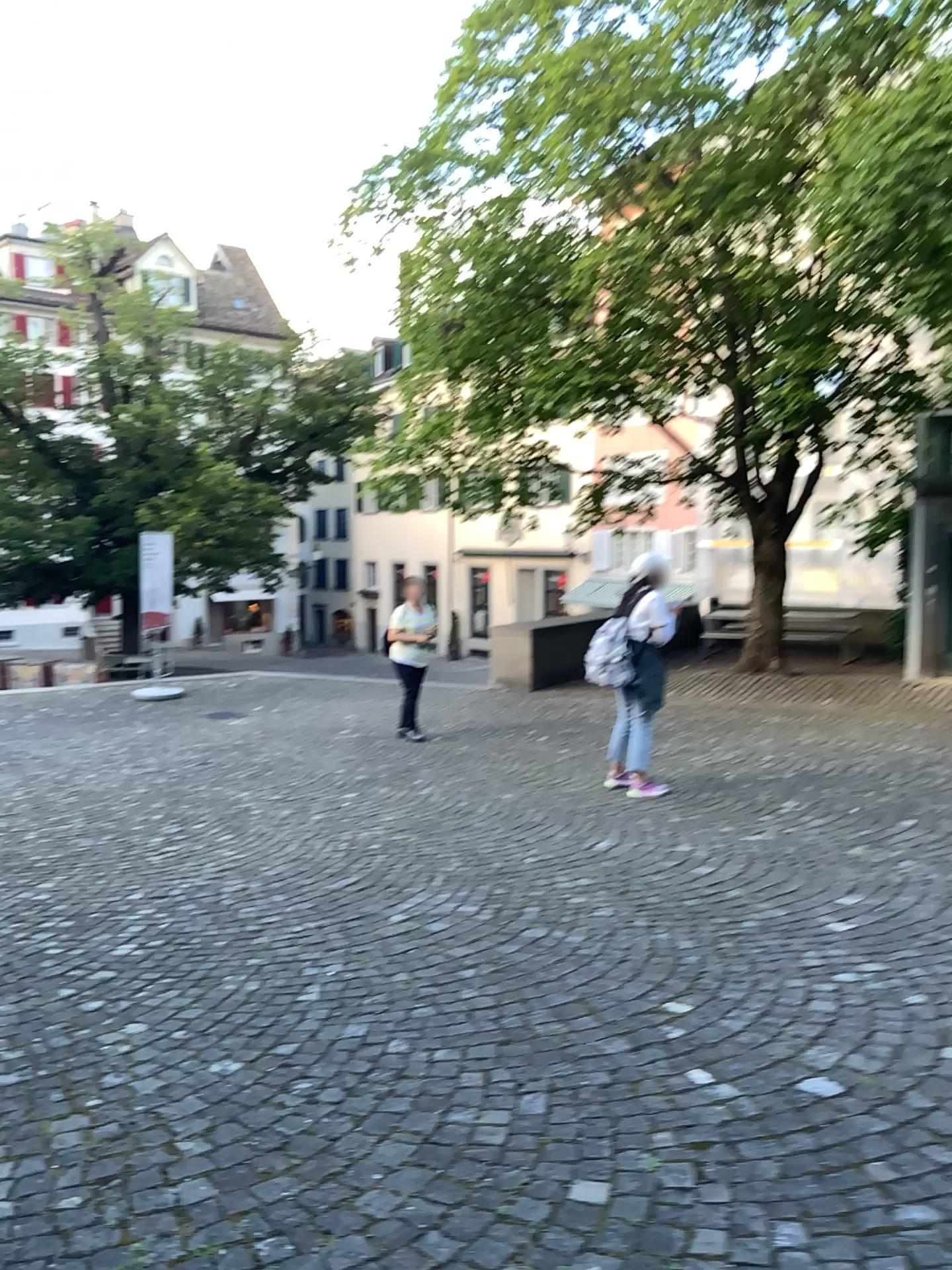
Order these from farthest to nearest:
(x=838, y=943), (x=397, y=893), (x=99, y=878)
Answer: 1. (x=99, y=878)
2. (x=397, y=893)
3. (x=838, y=943)
